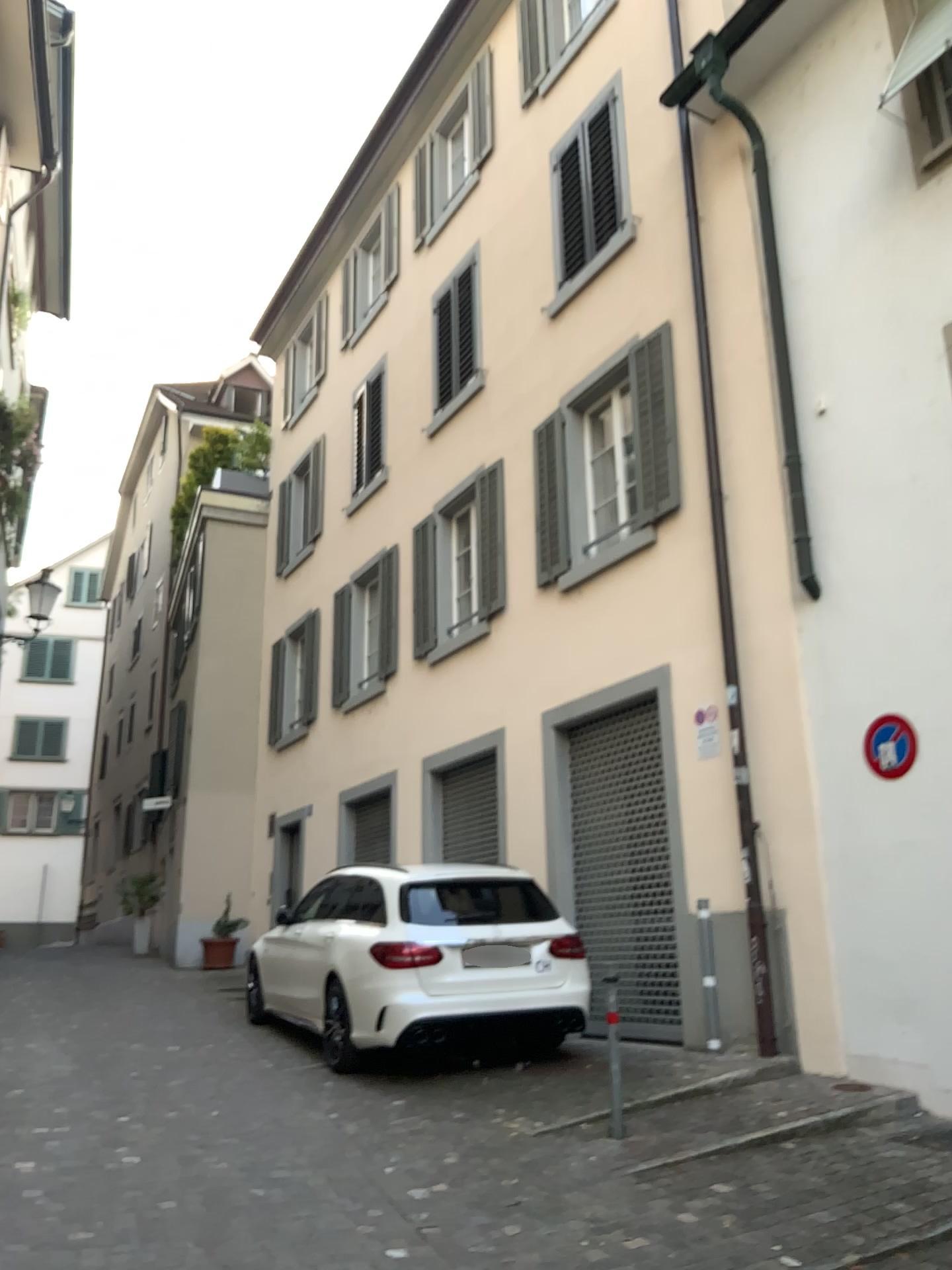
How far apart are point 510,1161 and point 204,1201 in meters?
1.4
